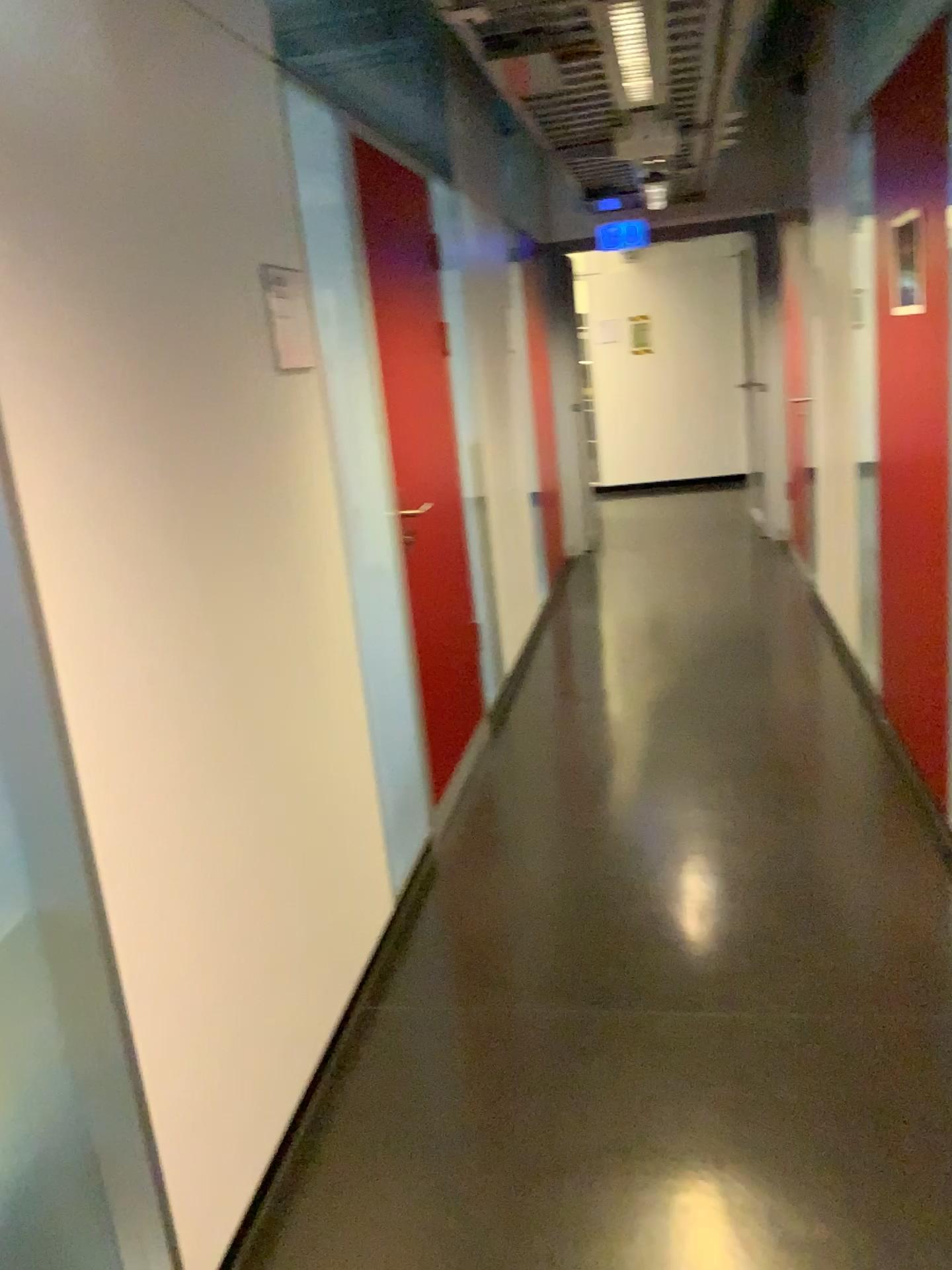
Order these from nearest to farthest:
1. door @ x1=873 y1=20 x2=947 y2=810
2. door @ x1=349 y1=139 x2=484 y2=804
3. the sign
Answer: the sign < door @ x1=873 y1=20 x2=947 y2=810 < door @ x1=349 y1=139 x2=484 y2=804

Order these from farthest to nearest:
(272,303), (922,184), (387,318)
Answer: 1. (387,318)
2. (922,184)
3. (272,303)

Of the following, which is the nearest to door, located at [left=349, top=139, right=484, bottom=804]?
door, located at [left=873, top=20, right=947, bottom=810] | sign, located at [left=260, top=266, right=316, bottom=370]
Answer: sign, located at [left=260, top=266, right=316, bottom=370]

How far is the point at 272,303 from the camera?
2.31m

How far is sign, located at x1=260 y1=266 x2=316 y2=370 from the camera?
2.3m

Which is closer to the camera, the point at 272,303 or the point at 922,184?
the point at 272,303

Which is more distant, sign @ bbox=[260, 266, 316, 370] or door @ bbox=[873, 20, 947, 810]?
door @ bbox=[873, 20, 947, 810]

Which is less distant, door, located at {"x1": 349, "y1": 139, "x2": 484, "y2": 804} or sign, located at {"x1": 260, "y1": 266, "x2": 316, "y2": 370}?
sign, located at {"x1": 260, "y1": 266, "x2": 316, "y2": 370}

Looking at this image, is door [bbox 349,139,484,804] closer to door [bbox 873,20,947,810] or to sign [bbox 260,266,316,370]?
sign [bbox 260,266,316,370]

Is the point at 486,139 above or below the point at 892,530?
above
